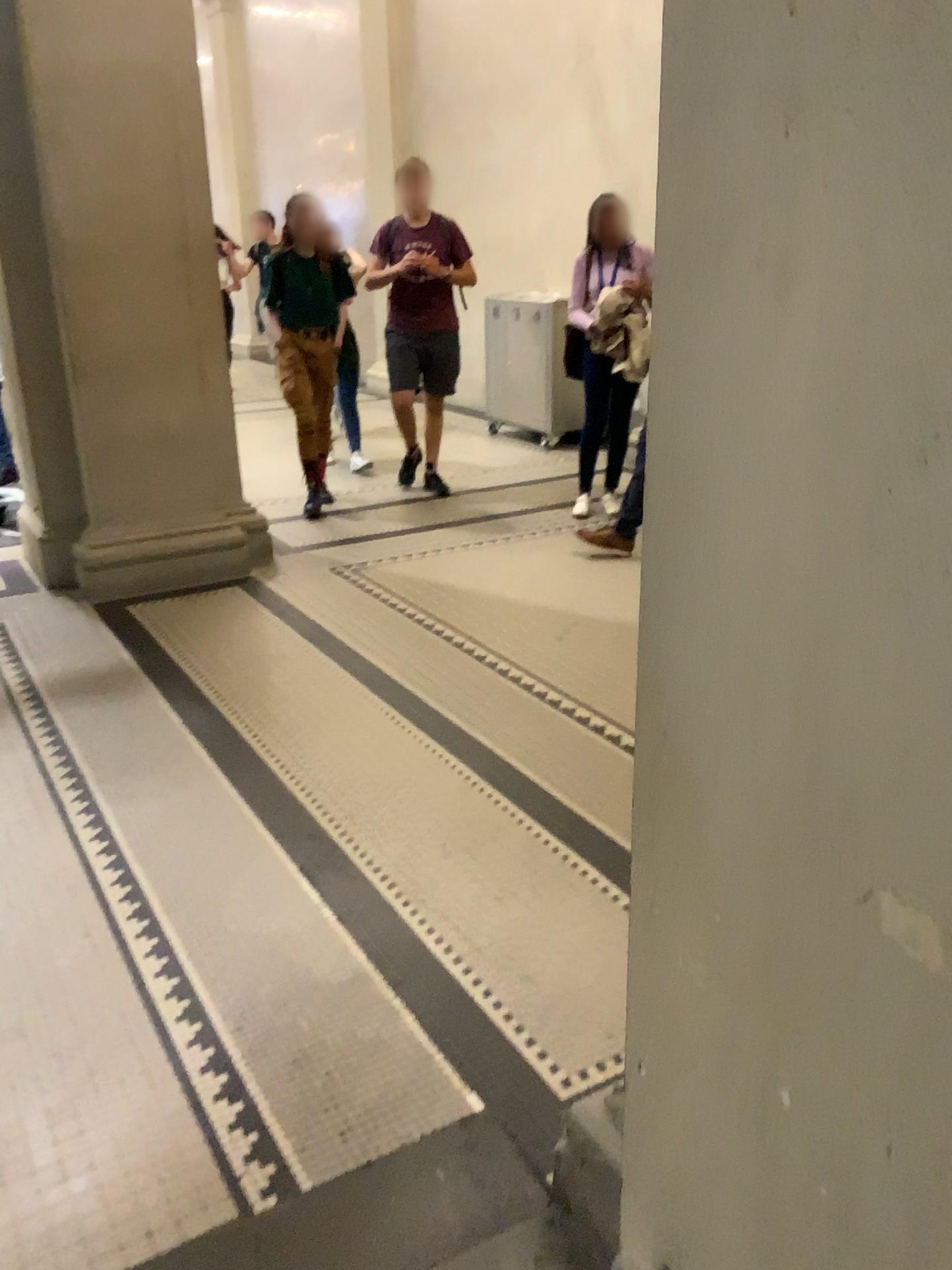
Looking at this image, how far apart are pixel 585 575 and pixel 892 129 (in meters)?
4.03
